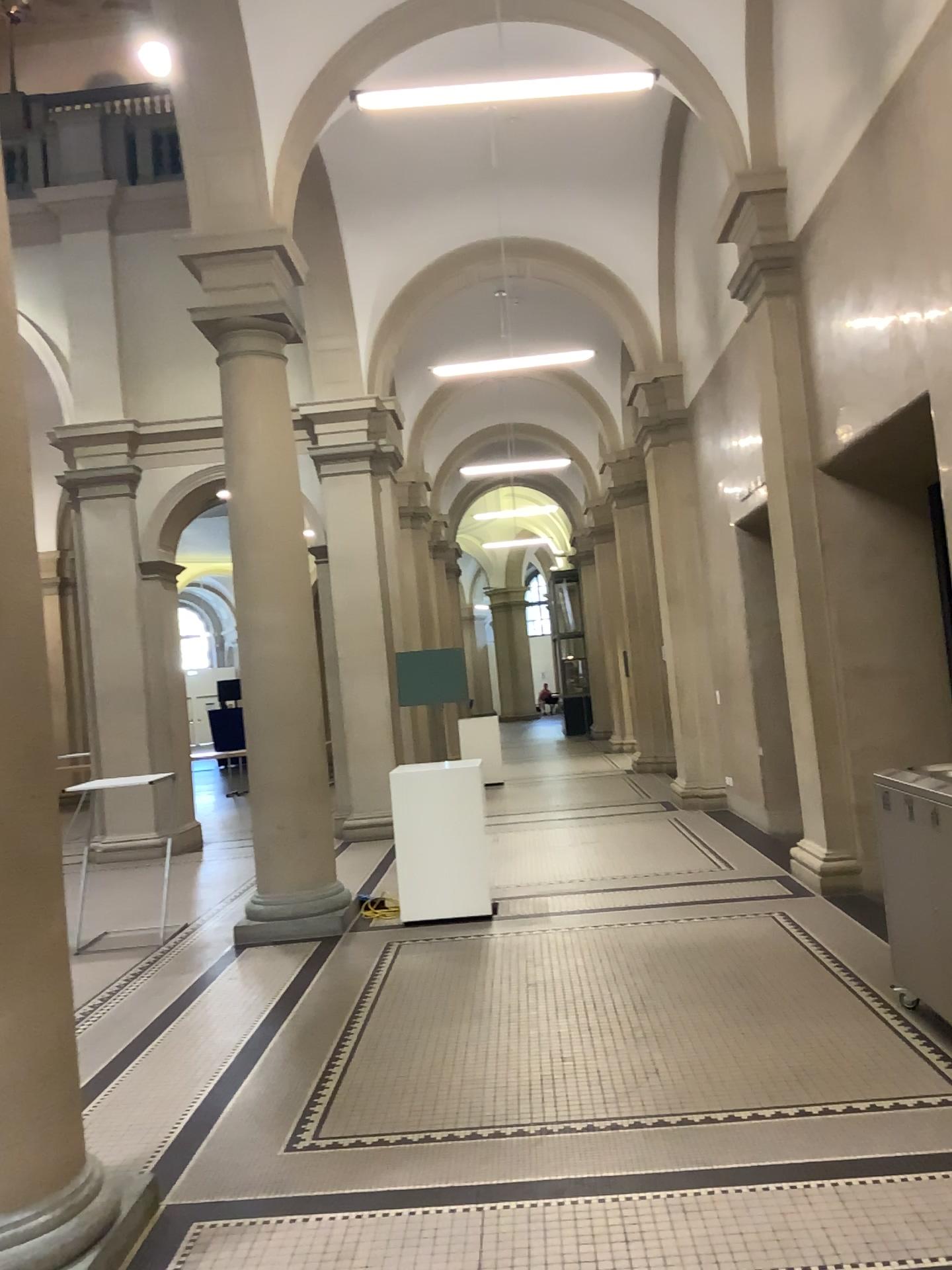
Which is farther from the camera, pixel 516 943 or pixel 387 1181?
pixel 516 943
